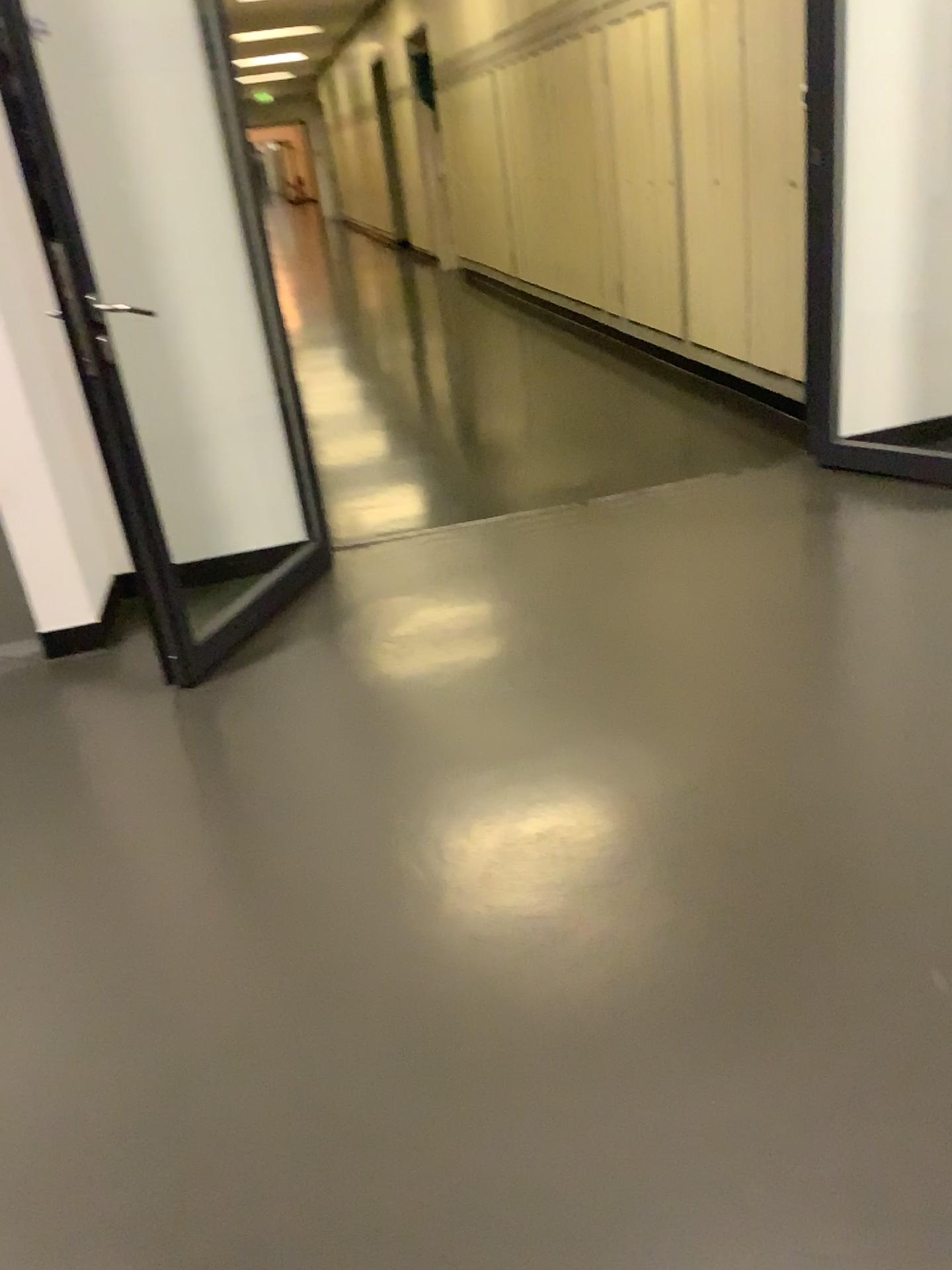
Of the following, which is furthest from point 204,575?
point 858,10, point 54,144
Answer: point 858,10

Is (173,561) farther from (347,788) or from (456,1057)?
(456,1057)

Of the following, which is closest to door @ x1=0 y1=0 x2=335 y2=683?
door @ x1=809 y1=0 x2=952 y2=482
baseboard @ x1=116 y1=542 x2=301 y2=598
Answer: baseboard @ x1=116 y1=542 x2=301 y2=598

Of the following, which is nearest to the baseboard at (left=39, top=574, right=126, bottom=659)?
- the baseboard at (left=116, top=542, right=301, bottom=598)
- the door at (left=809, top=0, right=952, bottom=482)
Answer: the baseboard at (left=116, top=542, right=301, bottom=598)

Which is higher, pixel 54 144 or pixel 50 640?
pixel 54 144

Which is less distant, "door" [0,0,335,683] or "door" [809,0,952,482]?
"door" [0,0,335,683]

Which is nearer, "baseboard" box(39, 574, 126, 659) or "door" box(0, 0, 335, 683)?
"door" box(0, 0, 335, 683)

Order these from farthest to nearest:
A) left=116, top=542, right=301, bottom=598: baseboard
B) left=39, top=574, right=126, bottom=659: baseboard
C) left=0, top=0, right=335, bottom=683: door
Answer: left=116, top=542, right=301, bottom=598: baseboard < left=39, top=574, right=126, bottom=659: baseboard < left=0, top=0, right=335, bottom=683: door

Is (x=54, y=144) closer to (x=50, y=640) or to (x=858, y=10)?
(x=50, y=640)

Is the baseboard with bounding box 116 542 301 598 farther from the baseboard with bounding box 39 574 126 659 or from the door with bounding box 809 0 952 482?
the door with bounding box 809 0 952 482
